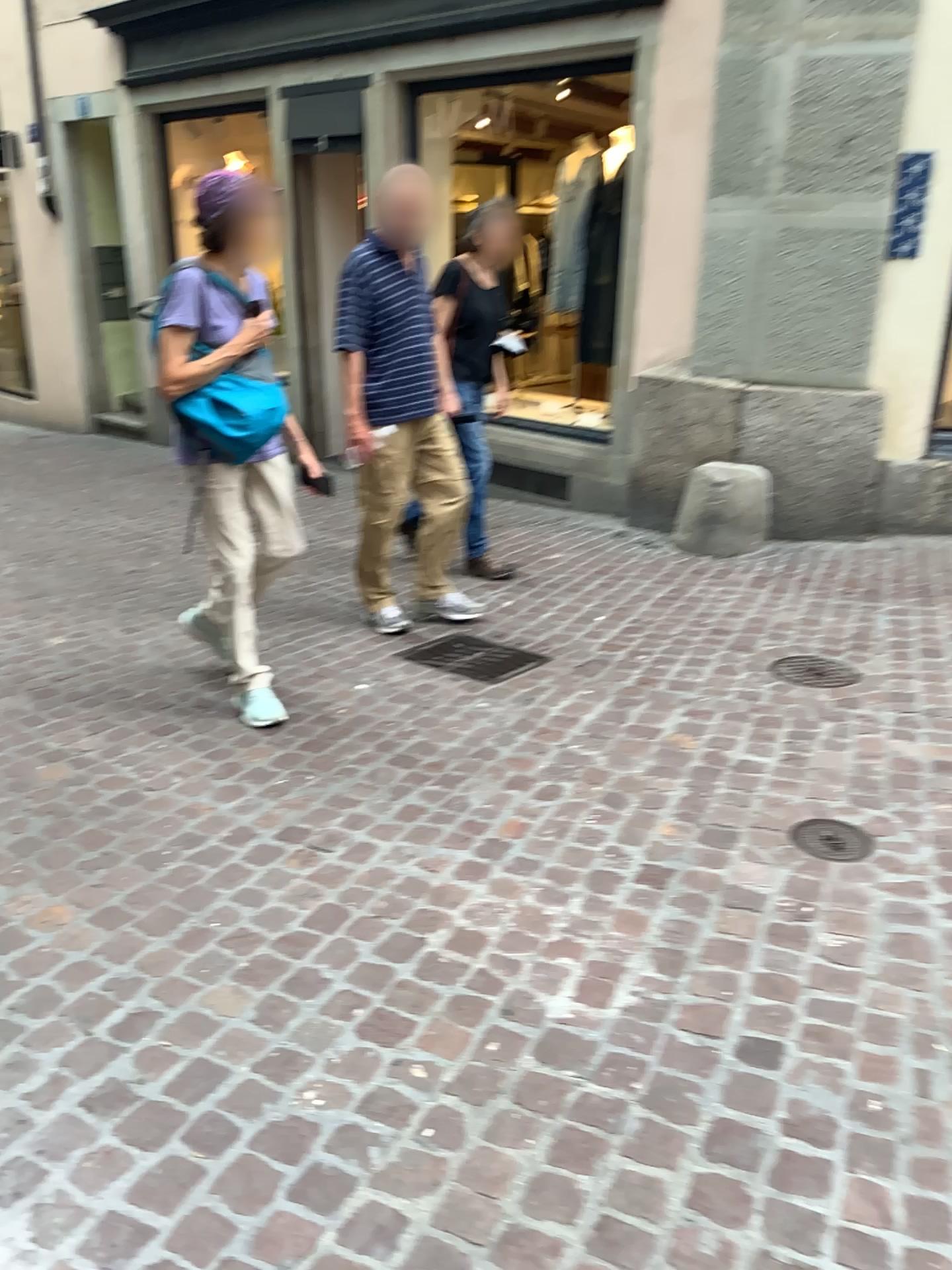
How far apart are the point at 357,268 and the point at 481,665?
1.5m

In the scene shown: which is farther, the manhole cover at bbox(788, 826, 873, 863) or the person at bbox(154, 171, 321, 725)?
the person at bbox(154, 171, 321, 725)

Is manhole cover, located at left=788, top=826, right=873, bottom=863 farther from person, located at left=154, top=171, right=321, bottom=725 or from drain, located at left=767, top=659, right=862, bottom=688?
person, located at left=154, top=171, right=321, bottom=725

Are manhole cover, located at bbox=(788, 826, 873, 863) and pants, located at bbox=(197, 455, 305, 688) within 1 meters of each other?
no

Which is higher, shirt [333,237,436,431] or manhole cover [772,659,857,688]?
shirt [333,237,436,431]

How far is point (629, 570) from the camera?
5.11m

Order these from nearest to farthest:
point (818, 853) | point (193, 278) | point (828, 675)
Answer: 1. point (818, 853)
2. point (193, 278)
3. point (828, 675)

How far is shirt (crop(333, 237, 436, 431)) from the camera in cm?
394

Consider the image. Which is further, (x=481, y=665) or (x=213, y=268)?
(x=481, y=665)

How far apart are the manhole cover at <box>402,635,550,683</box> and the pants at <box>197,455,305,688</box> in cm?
78
